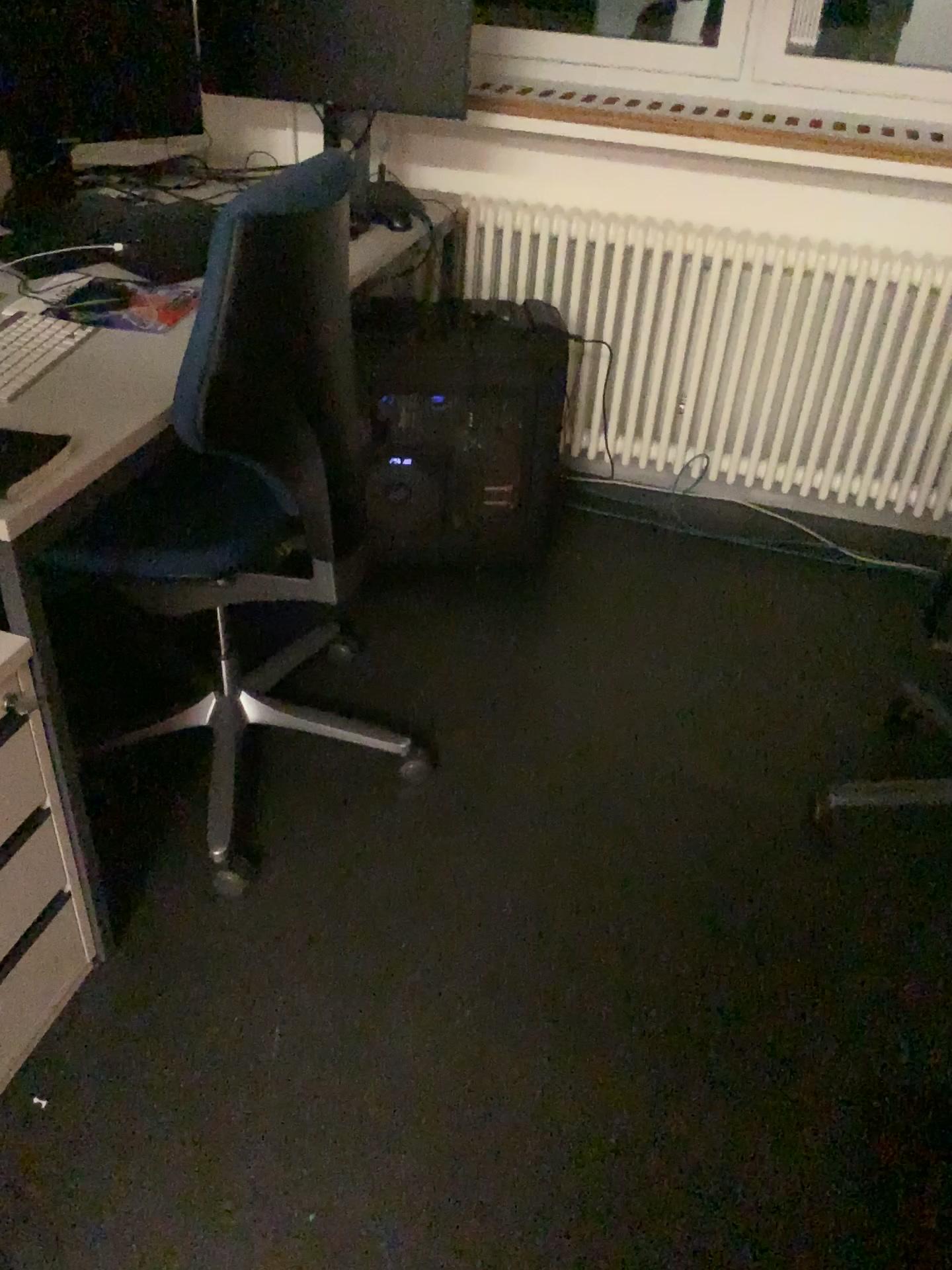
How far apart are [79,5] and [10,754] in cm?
141

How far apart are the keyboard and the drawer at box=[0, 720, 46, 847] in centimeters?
48cm

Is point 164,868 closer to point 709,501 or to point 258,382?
point 258,382

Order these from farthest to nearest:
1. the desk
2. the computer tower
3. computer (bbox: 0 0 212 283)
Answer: the computer tower < computer (bbox: 0 0 212 283) < the desk

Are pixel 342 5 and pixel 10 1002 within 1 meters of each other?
no

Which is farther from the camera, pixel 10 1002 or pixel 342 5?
pixel 342 5

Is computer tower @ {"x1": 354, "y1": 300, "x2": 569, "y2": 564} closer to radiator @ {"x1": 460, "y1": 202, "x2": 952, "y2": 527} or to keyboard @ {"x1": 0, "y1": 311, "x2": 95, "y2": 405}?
radiator @ {"x1": 460, "y1": 202, "x2": 952, "y2": 527}

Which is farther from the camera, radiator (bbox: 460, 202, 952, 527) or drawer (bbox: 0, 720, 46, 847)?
radiator (bbox: 460, 202, 952, 527)

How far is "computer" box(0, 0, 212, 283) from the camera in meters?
1.9 m

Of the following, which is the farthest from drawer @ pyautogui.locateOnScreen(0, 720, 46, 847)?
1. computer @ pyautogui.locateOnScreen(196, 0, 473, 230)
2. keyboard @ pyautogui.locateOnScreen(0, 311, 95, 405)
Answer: computer @ pyautogui.locateOnScreen(196, 0, 473, 230)
